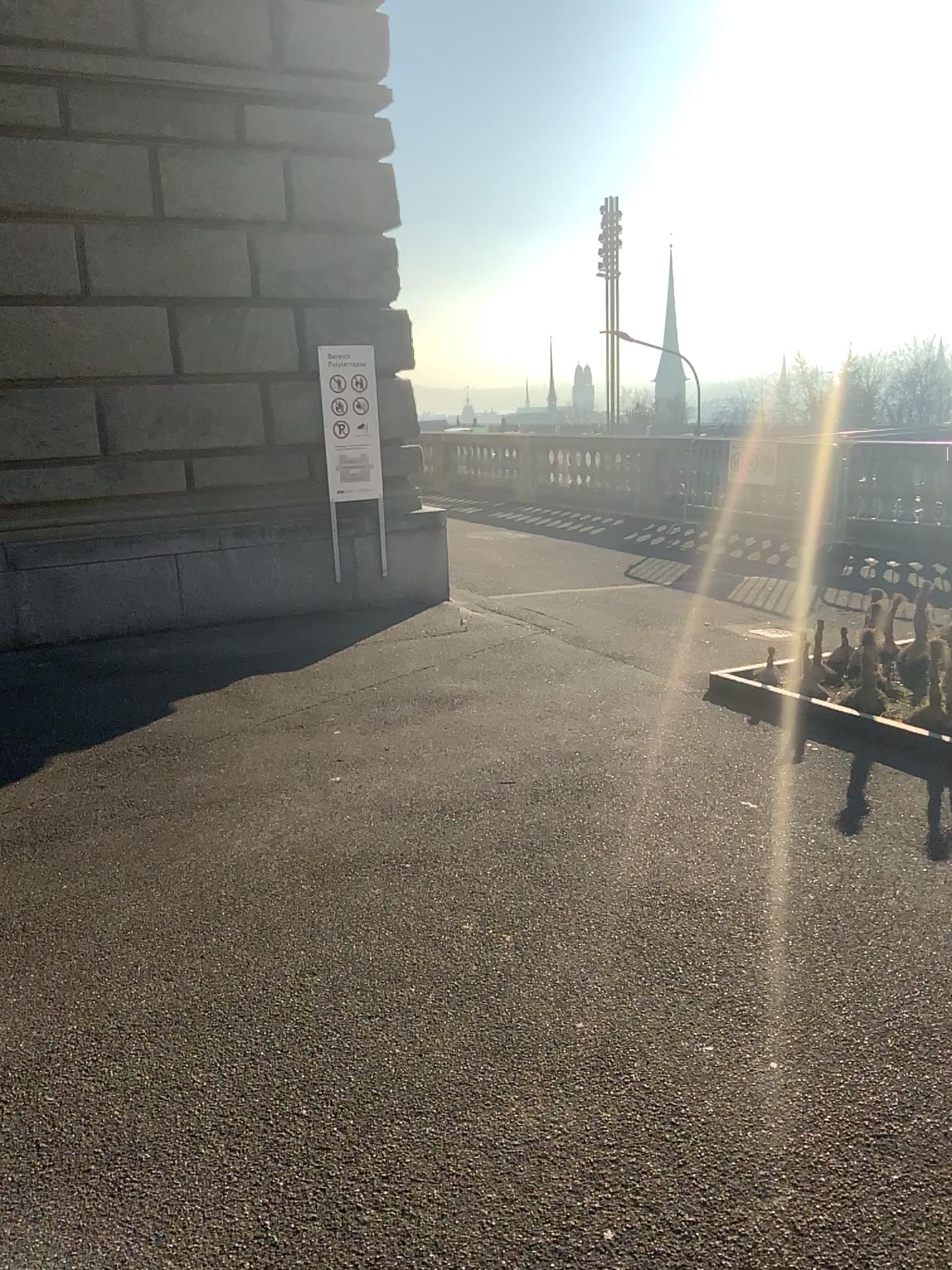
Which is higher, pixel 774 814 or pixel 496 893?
pixel 774 814
